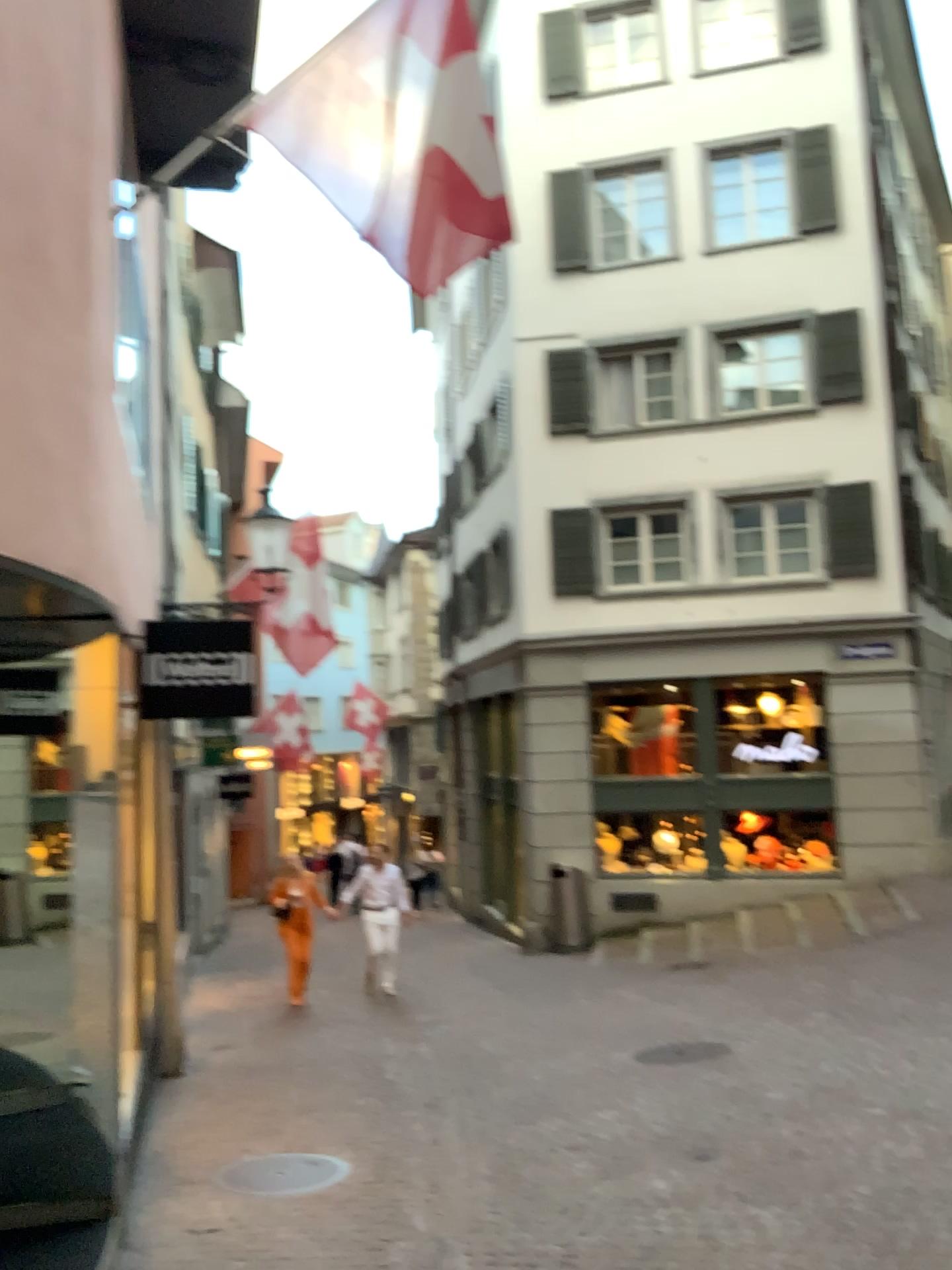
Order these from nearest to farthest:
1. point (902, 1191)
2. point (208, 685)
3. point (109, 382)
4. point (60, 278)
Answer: point (60, 278)
point (109, 382)
point (902, 1191)
point (208, 685)
